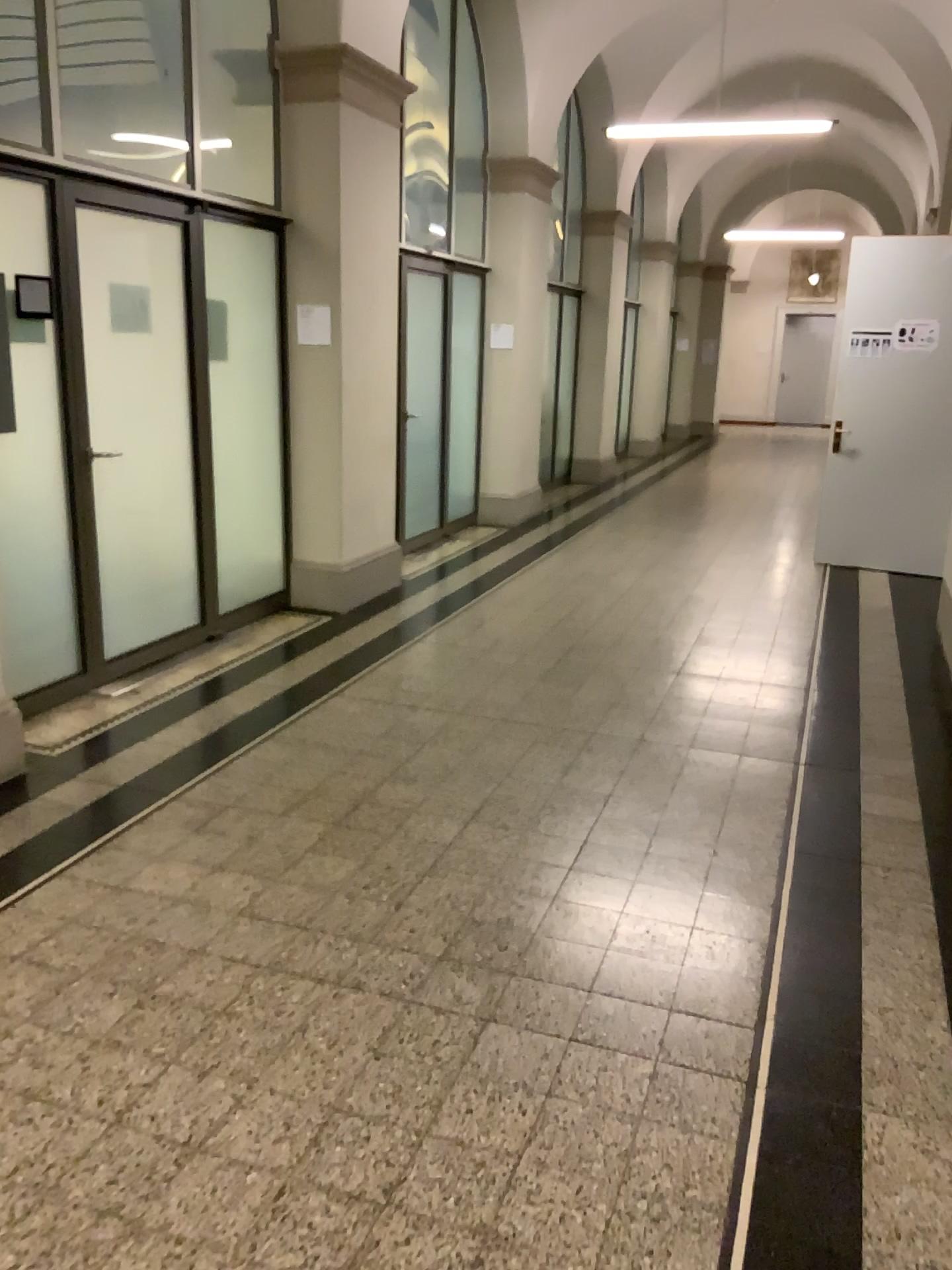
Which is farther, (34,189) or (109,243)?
(109,243)

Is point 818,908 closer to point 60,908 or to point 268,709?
point 60,908

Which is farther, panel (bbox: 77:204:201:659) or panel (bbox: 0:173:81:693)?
panel (bbox: 77:204:201:659)

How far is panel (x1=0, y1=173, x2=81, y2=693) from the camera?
4.1m

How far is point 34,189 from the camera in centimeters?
411cm
